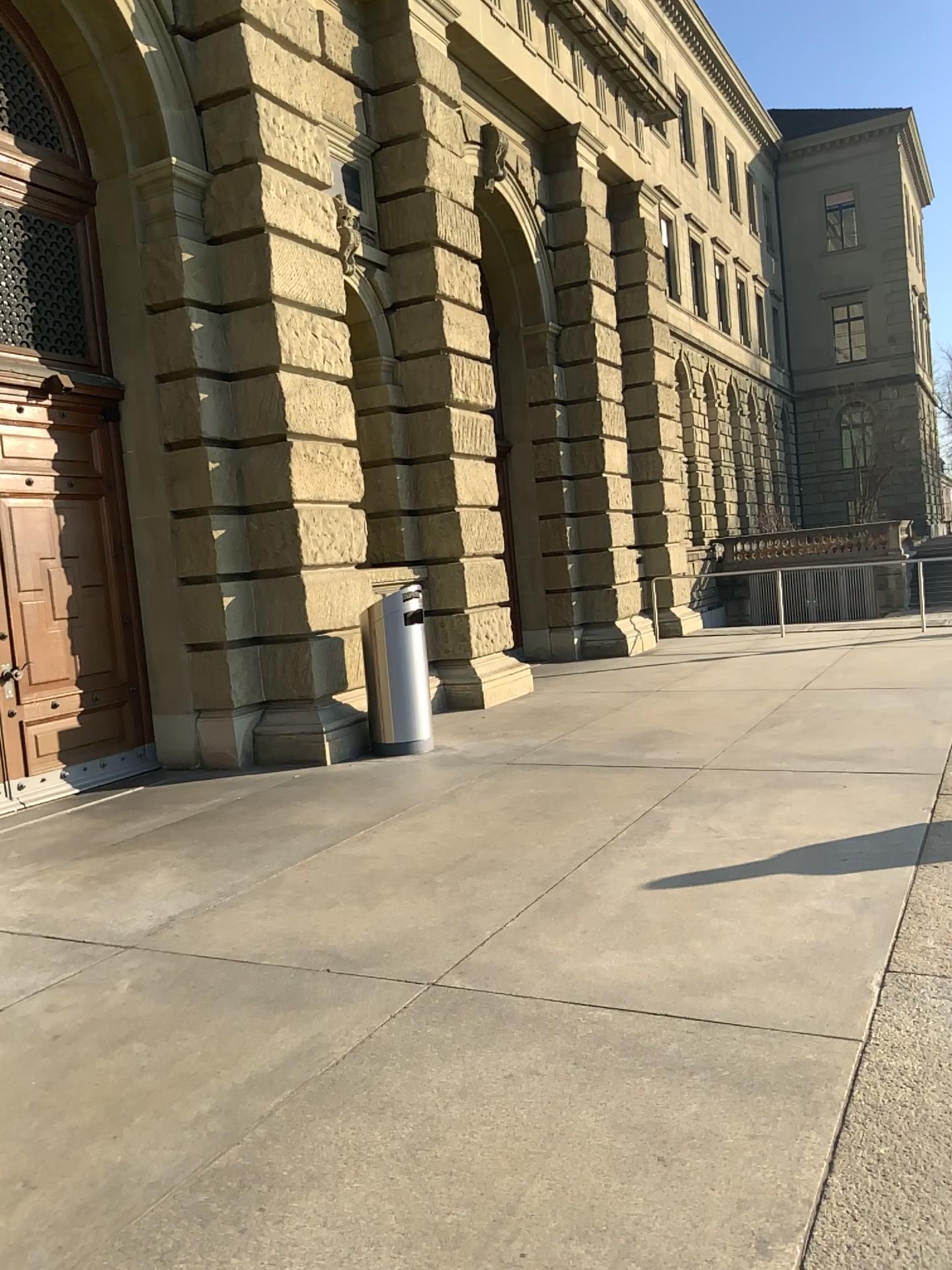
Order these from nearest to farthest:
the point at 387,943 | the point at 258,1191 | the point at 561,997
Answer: the point at 258,1191
the point at 561,997
the point at 387,943
